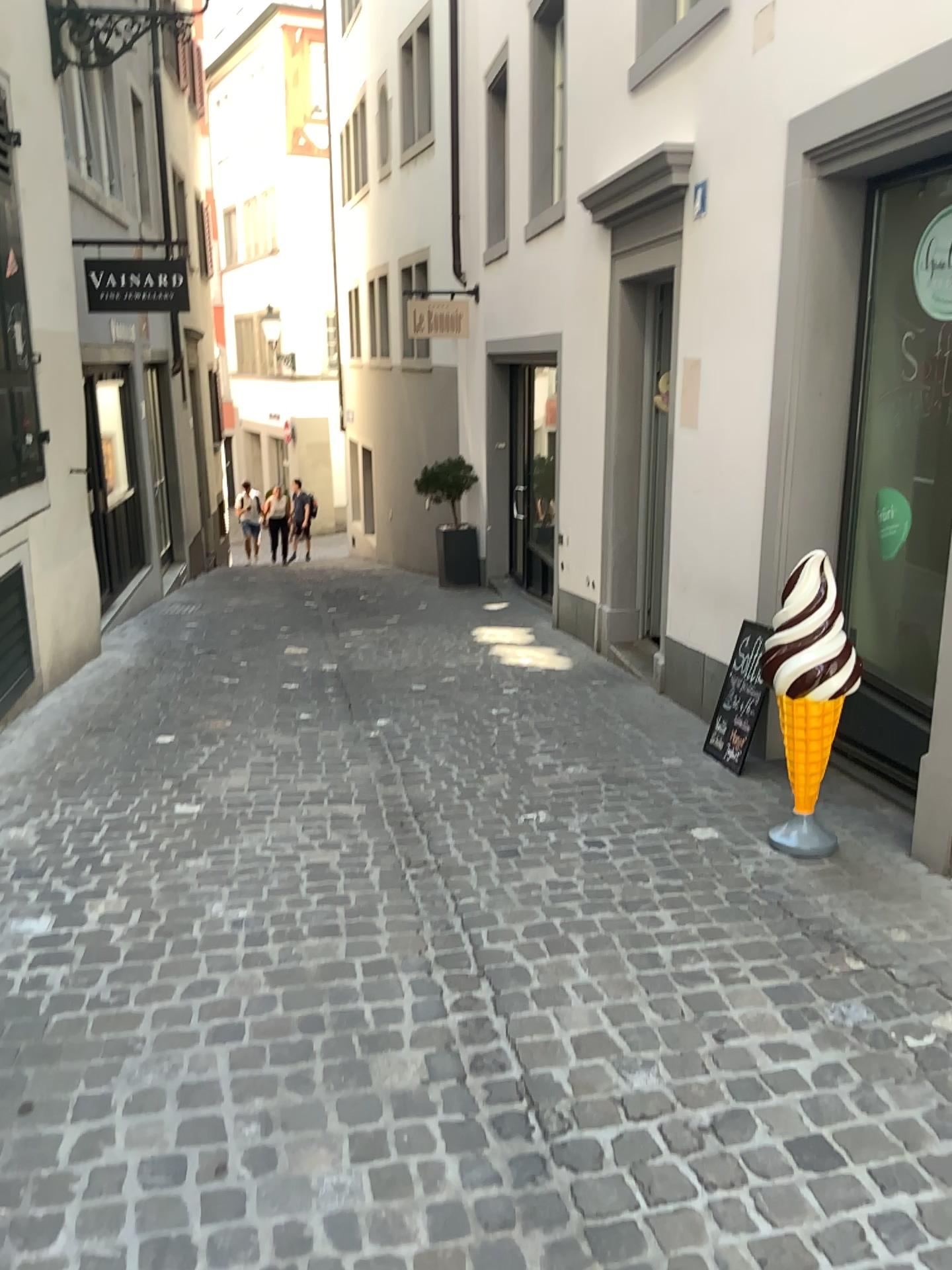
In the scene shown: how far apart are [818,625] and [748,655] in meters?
1.1

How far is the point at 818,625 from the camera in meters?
3.2

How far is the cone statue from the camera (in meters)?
3.20

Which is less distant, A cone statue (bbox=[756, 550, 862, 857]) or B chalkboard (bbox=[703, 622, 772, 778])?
A cone statue (bbox=[756, 550, 862, 857])

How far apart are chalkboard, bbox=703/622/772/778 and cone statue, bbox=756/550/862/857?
0.94m

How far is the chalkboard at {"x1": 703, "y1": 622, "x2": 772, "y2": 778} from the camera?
4.32m

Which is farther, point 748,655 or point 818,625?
point 748,655

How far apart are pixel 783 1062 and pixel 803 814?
1.3m
